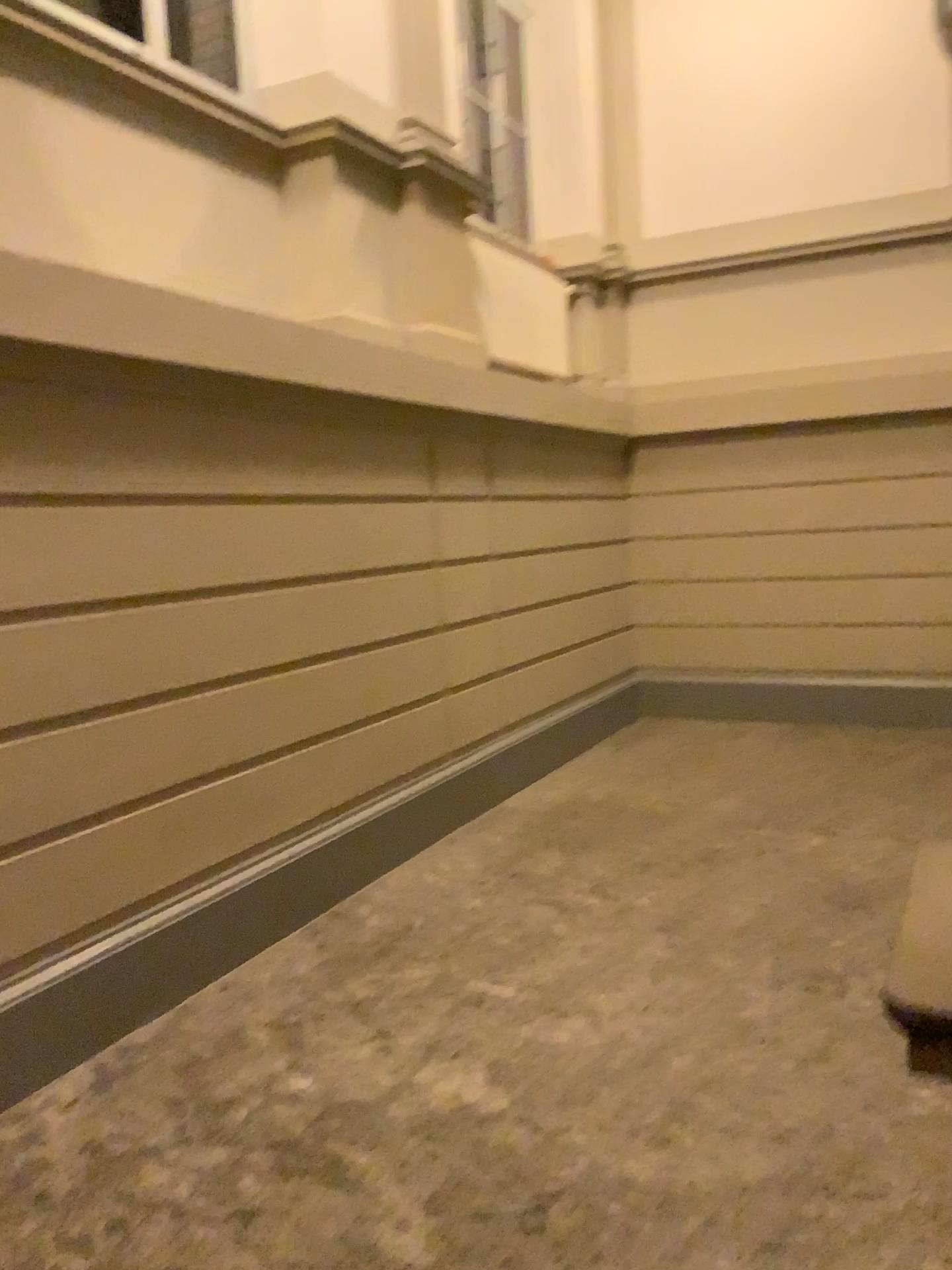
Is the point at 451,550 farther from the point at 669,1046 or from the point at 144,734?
the point at 669,1046
